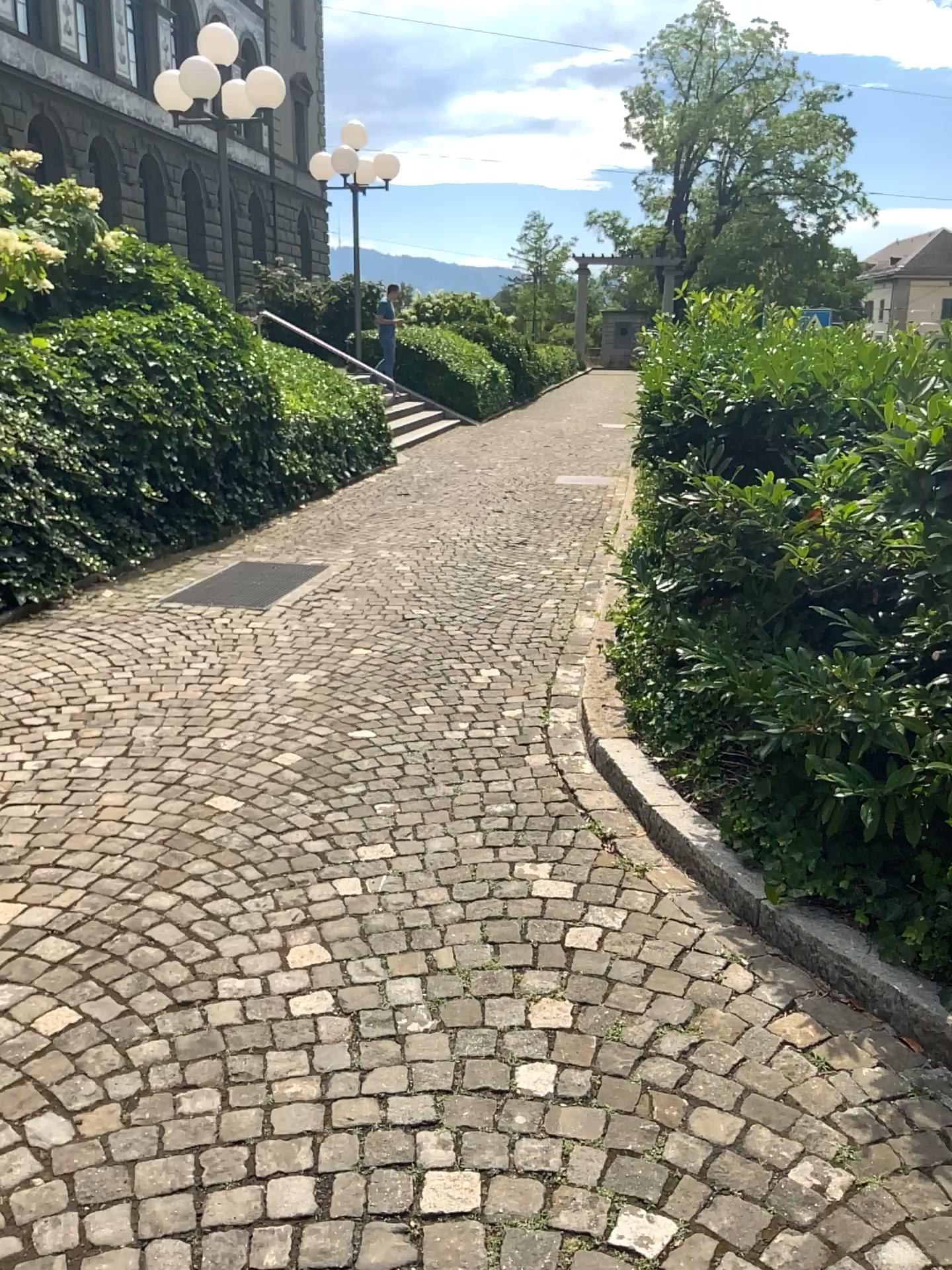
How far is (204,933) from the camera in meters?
2.7
